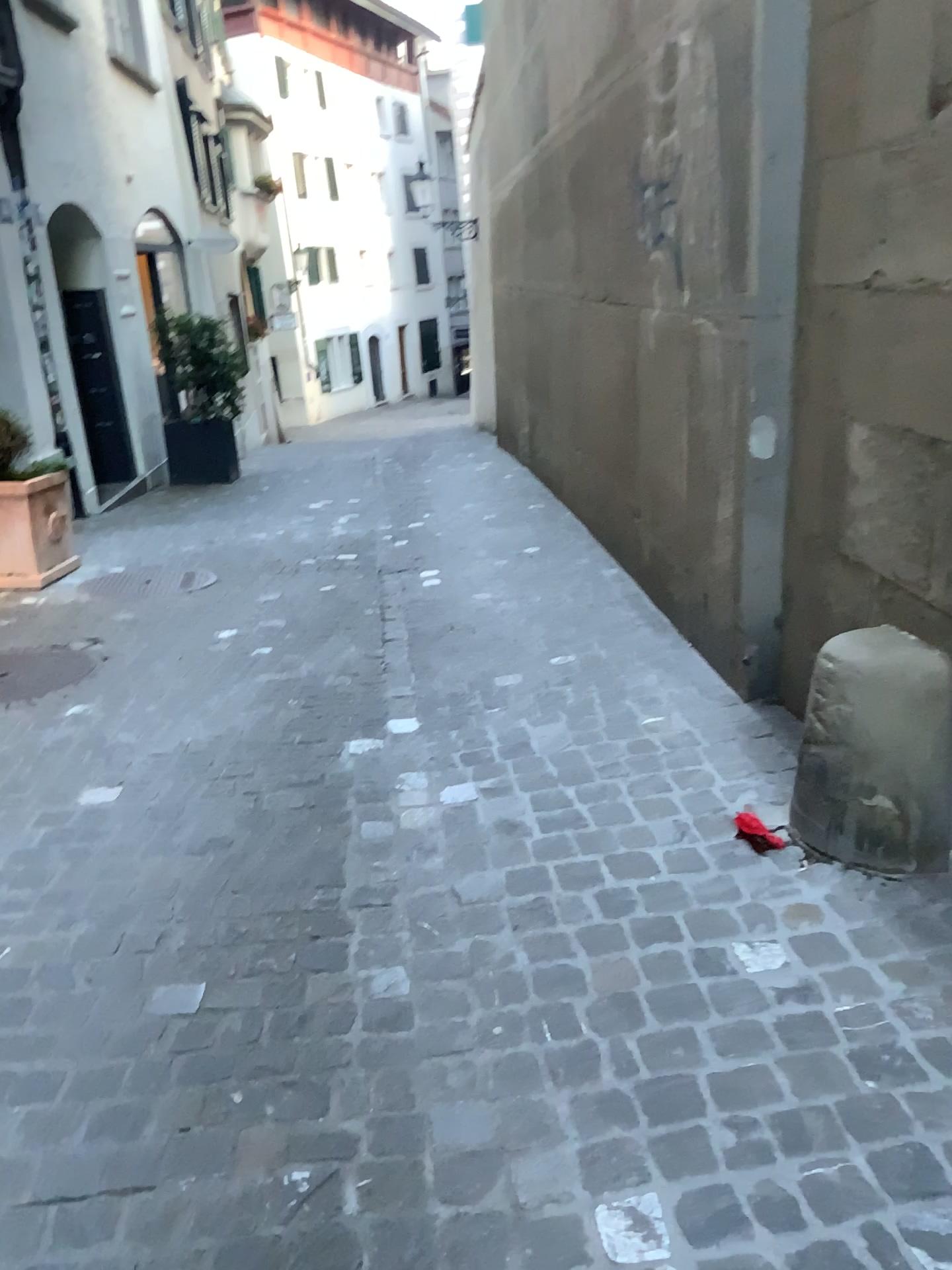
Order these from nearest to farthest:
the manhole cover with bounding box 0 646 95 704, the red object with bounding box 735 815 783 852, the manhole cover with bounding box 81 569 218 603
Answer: the red object with bounding box 735 815 783 852, the manhole cover with bounding box 0 646 95 704, the manhole cover with bounding box 81 569 218 603

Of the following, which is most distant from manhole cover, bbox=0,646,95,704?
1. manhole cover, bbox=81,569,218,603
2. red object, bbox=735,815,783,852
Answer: red object, bbox=735,815,783,852

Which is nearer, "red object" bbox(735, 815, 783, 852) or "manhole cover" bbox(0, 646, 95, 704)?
"red object" bbox(735, 815, 783, 852)

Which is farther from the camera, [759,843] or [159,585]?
[159,585]

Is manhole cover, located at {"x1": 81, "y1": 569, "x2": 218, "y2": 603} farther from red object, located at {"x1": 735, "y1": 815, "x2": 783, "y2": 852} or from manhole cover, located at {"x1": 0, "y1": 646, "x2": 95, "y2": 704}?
red object, located at {"x1": 735, "y1": 815, "x2": 783, "y2": 852}

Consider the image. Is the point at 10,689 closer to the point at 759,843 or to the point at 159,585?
the point at 159,585

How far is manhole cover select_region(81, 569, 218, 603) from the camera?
5.20m

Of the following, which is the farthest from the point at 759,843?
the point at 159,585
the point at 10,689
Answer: the point at 159,585

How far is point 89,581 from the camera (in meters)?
5.36
